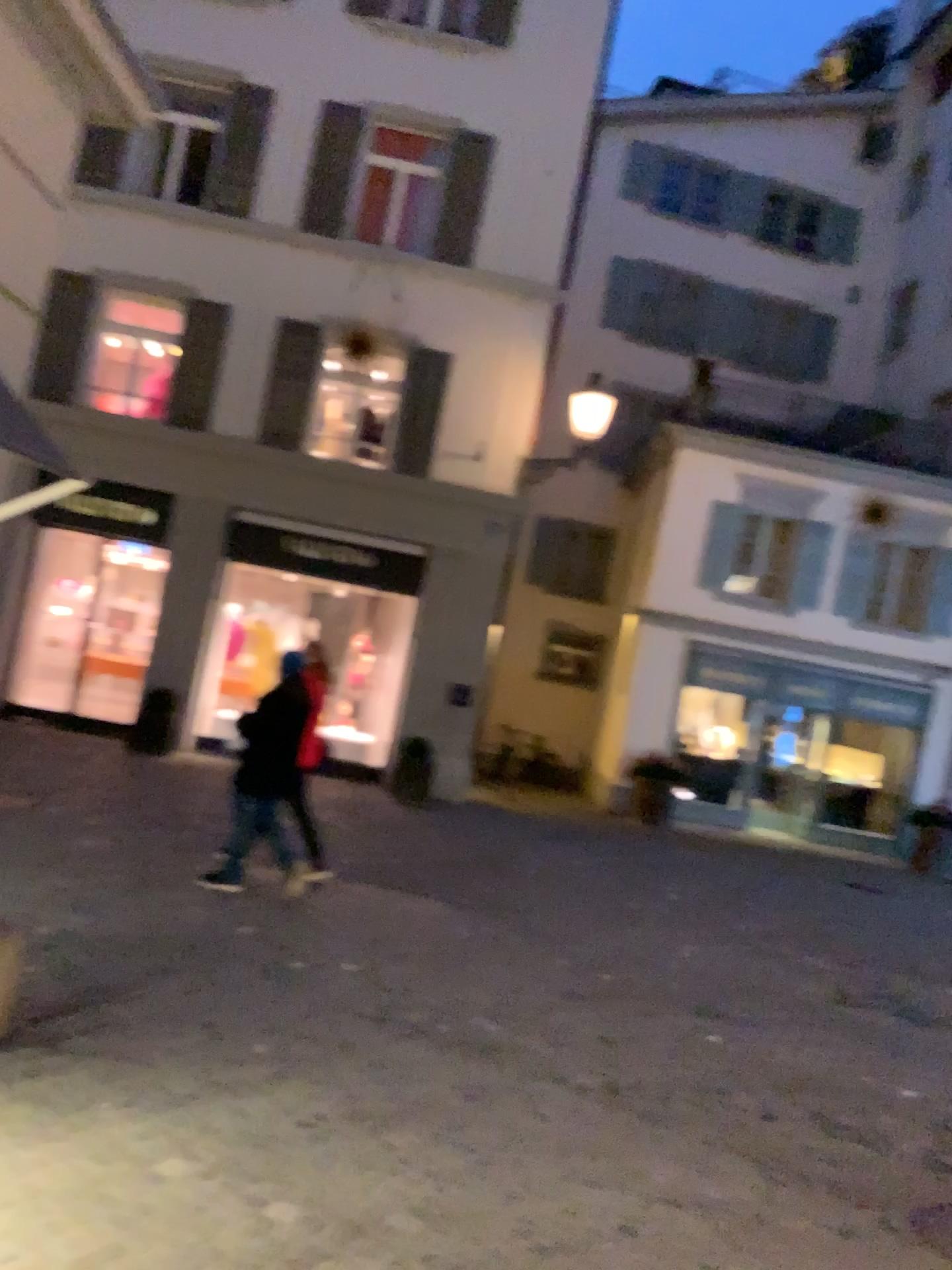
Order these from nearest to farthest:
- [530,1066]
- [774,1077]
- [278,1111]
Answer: [278,1111]
[530,1066]
[774,1077]
